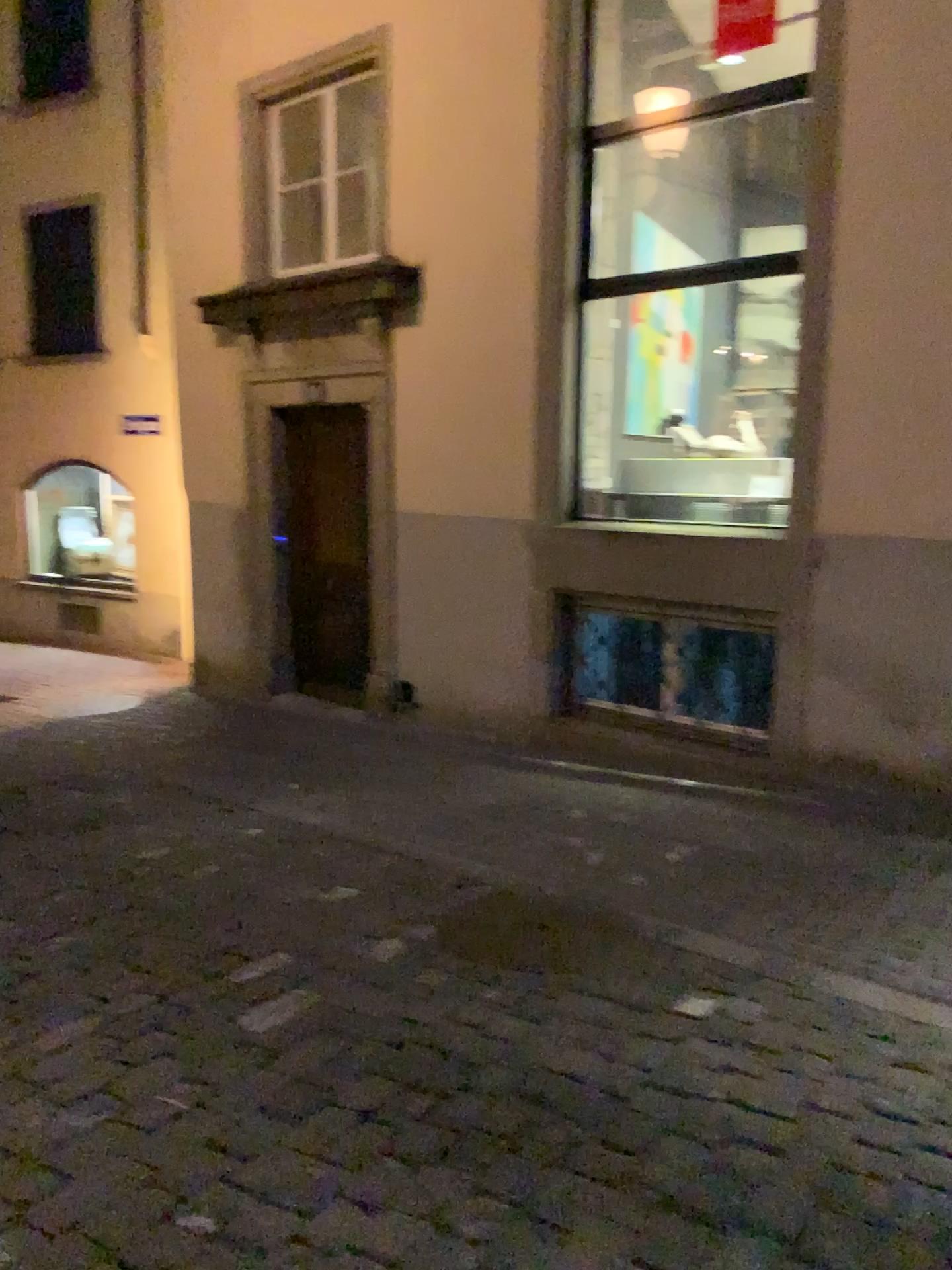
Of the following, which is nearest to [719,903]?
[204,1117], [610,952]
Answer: [610,952]
